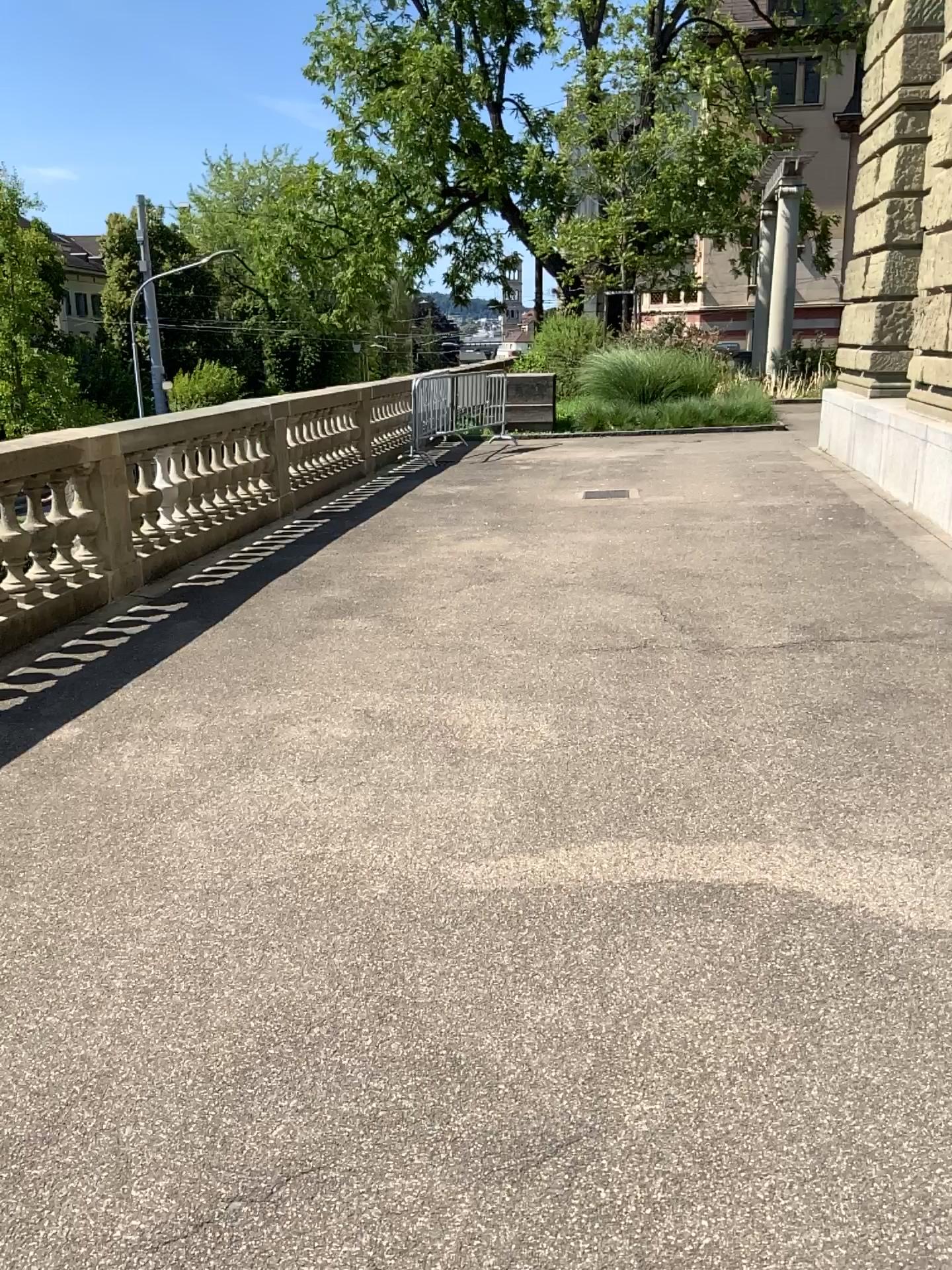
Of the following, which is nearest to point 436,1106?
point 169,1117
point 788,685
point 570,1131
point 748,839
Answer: point 570,1131
